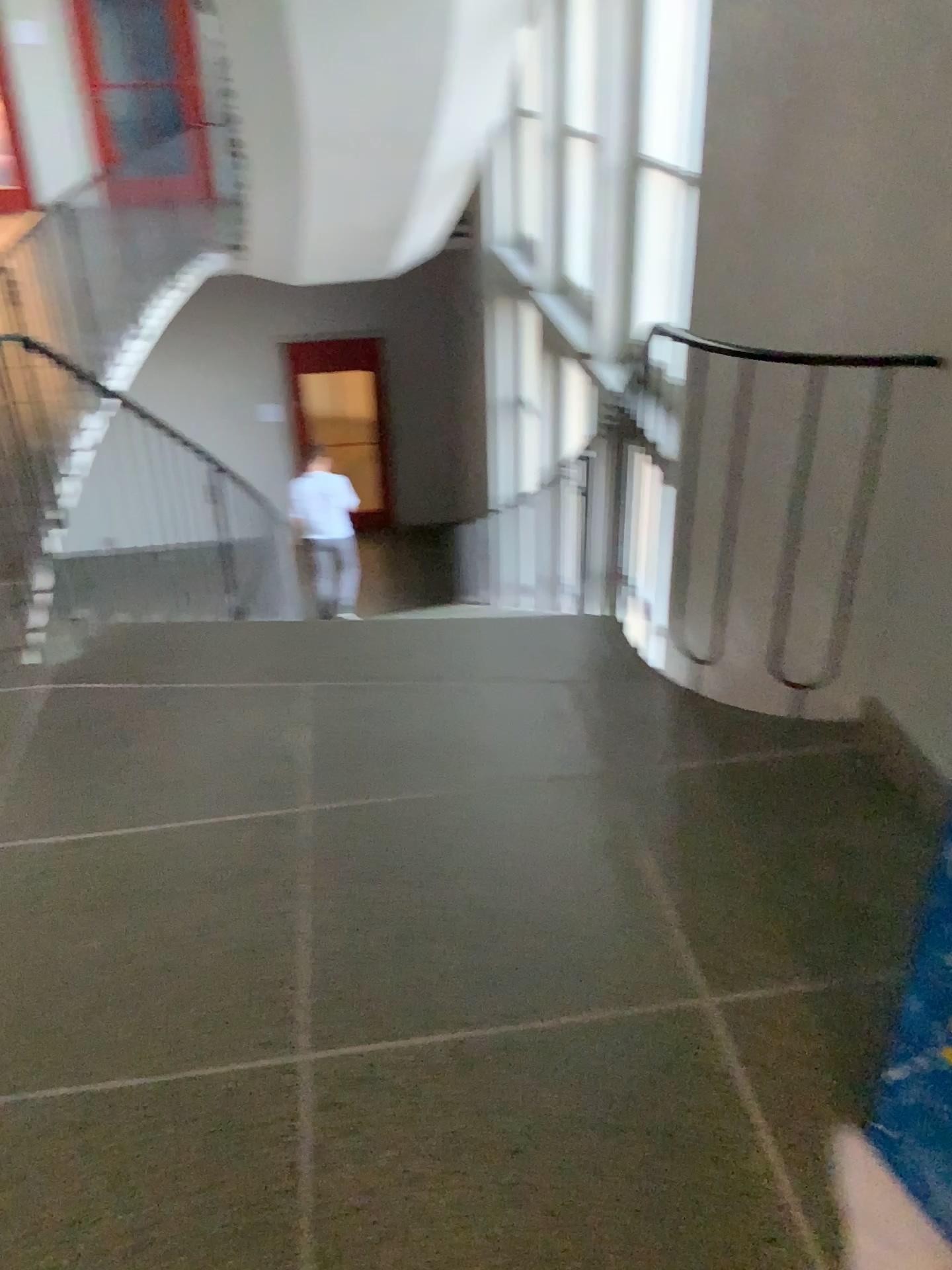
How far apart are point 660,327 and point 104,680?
2.77m
